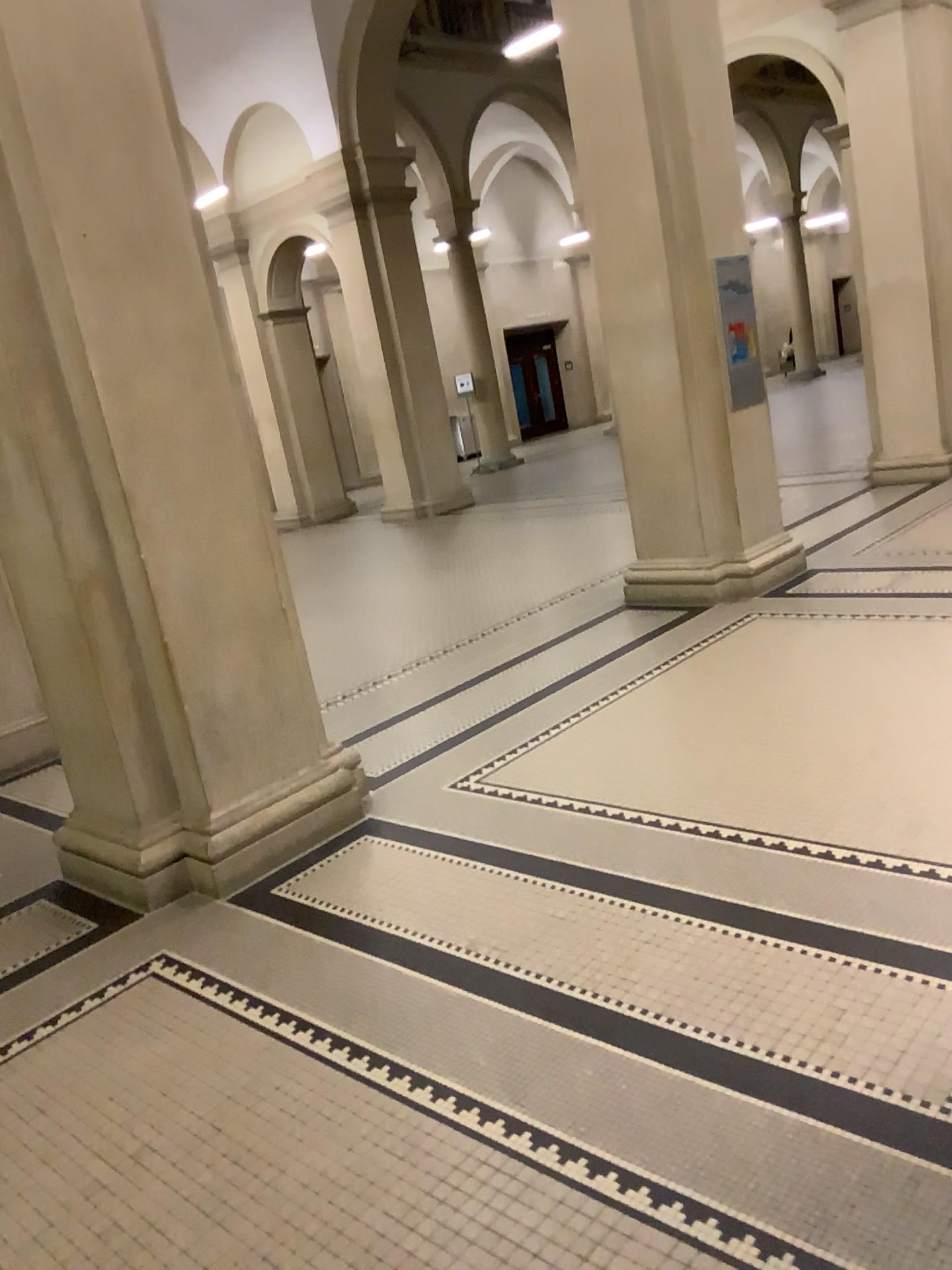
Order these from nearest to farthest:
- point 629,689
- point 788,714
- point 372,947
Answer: point 372,947
point 788,714
point 629,689
